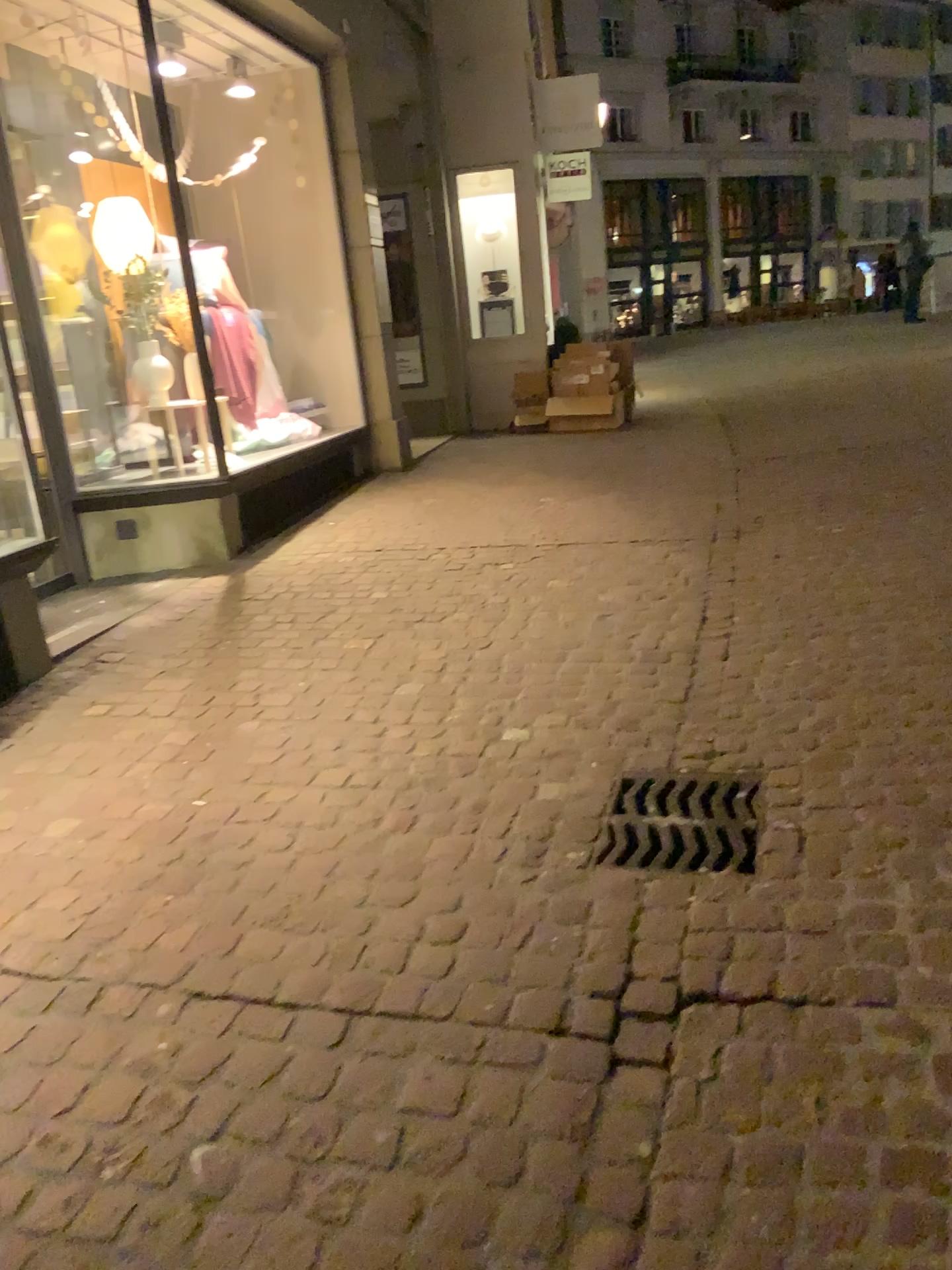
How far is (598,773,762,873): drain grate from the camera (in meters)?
2.44

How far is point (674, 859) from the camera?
2.4m

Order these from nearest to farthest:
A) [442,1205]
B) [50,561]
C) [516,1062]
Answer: [442,1205]
[516,1062]
[50,561]
